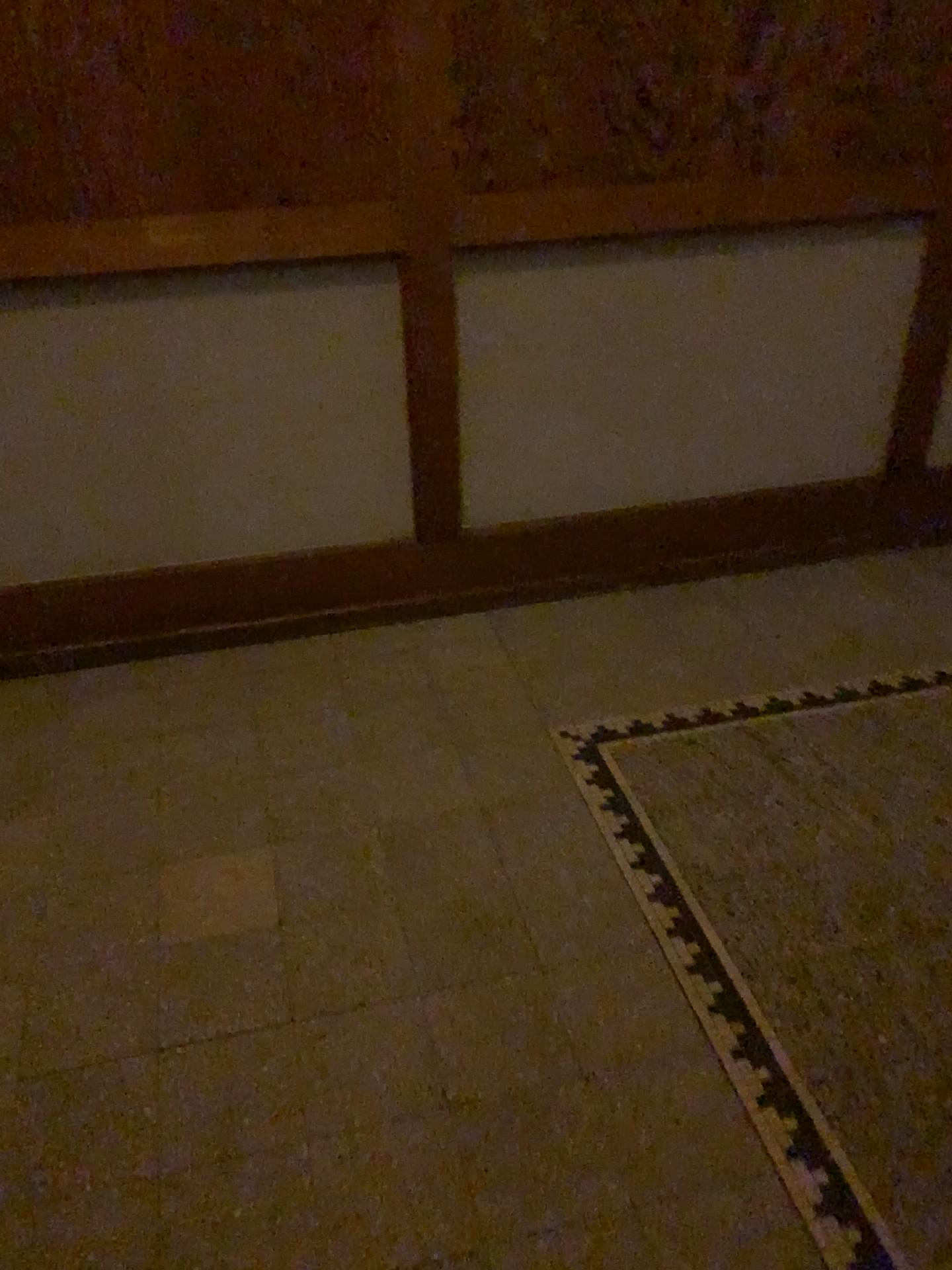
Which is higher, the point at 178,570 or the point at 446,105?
the point at 446,105

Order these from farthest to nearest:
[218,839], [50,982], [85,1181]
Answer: [218,839]
[50,982]
[85,1181]
